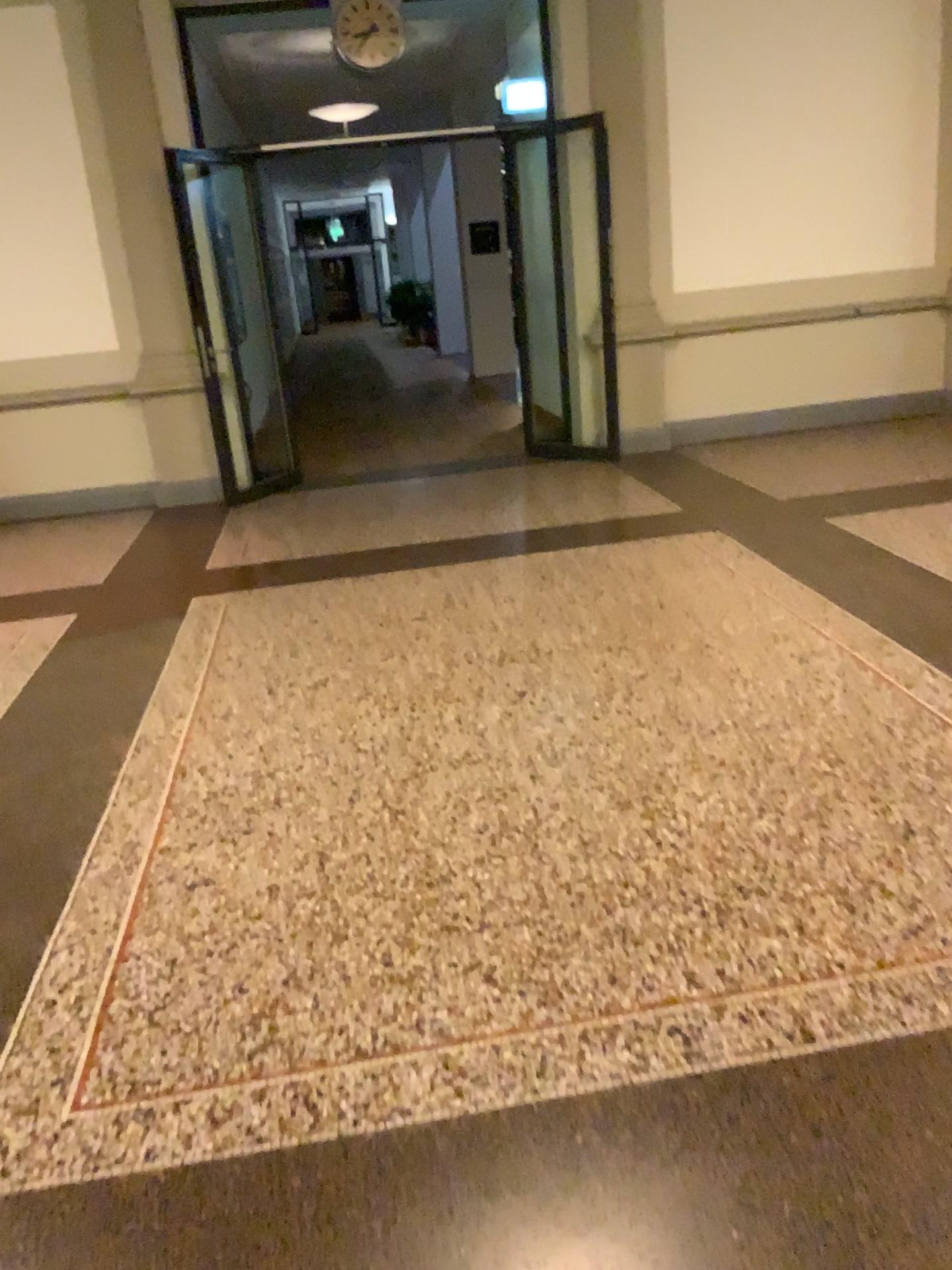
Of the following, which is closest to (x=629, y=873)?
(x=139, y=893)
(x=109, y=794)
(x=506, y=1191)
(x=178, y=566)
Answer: (x=506, y=1191)
